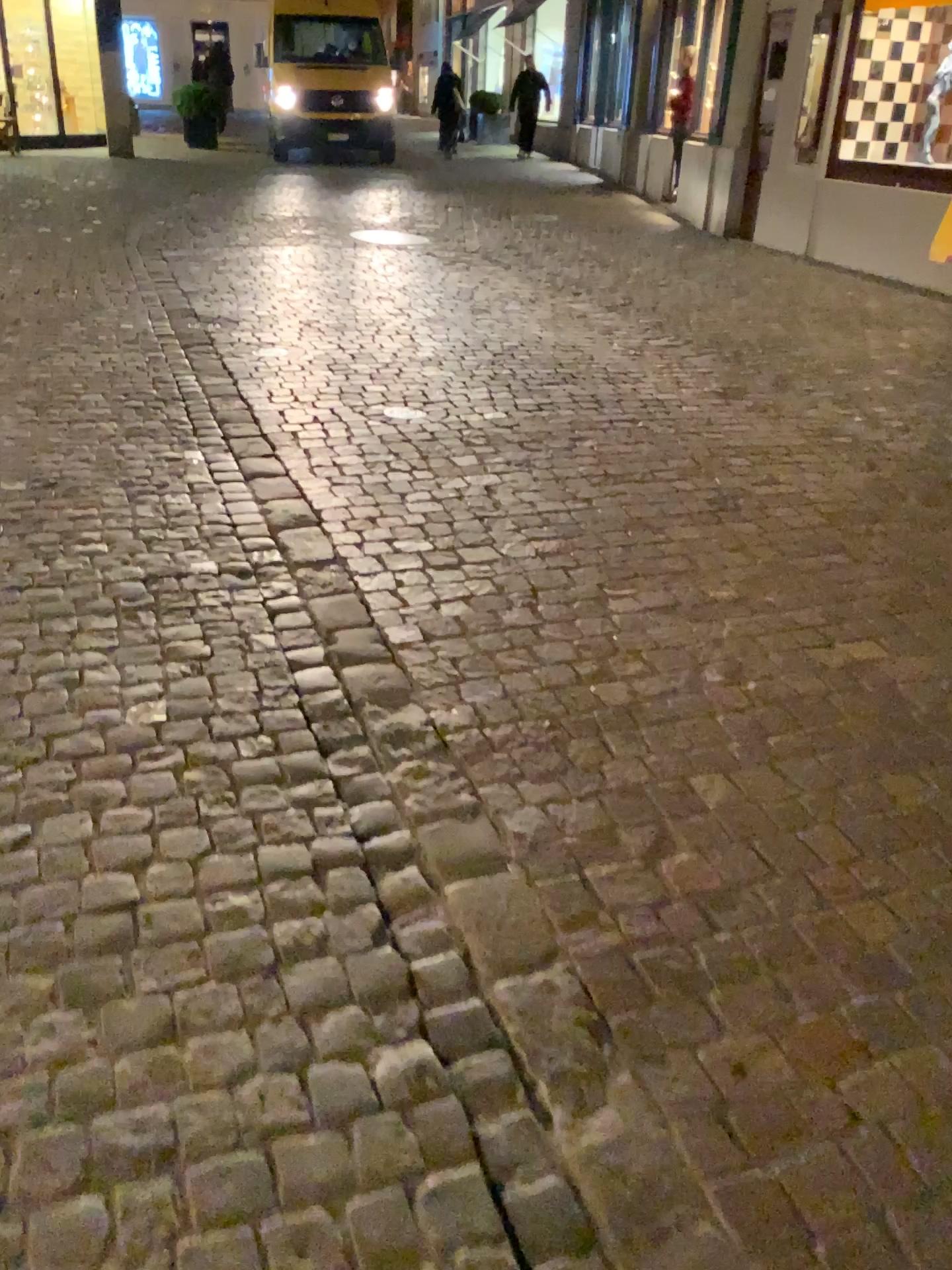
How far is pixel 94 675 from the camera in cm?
246
